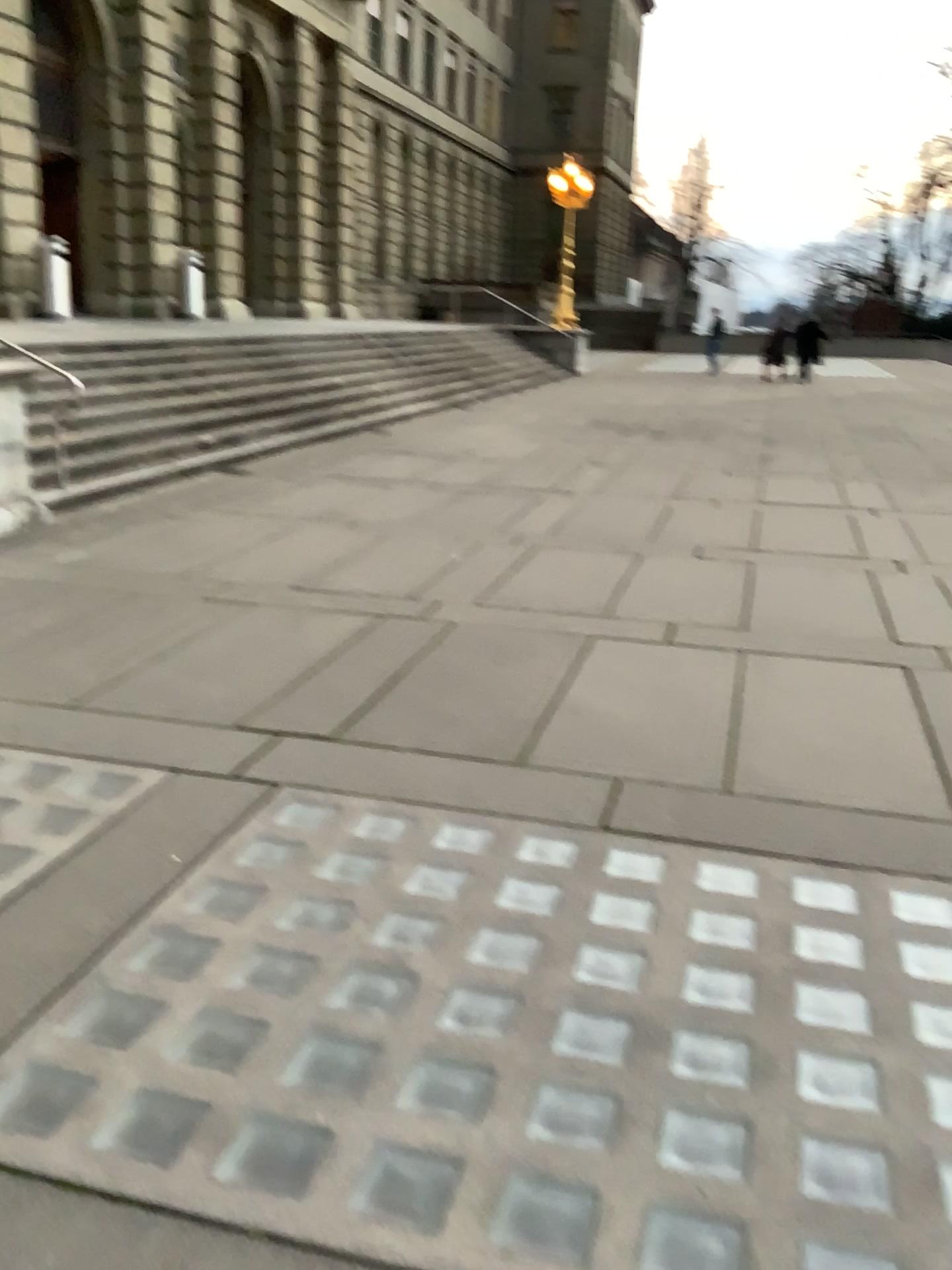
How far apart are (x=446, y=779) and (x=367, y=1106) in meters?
1.6 m
